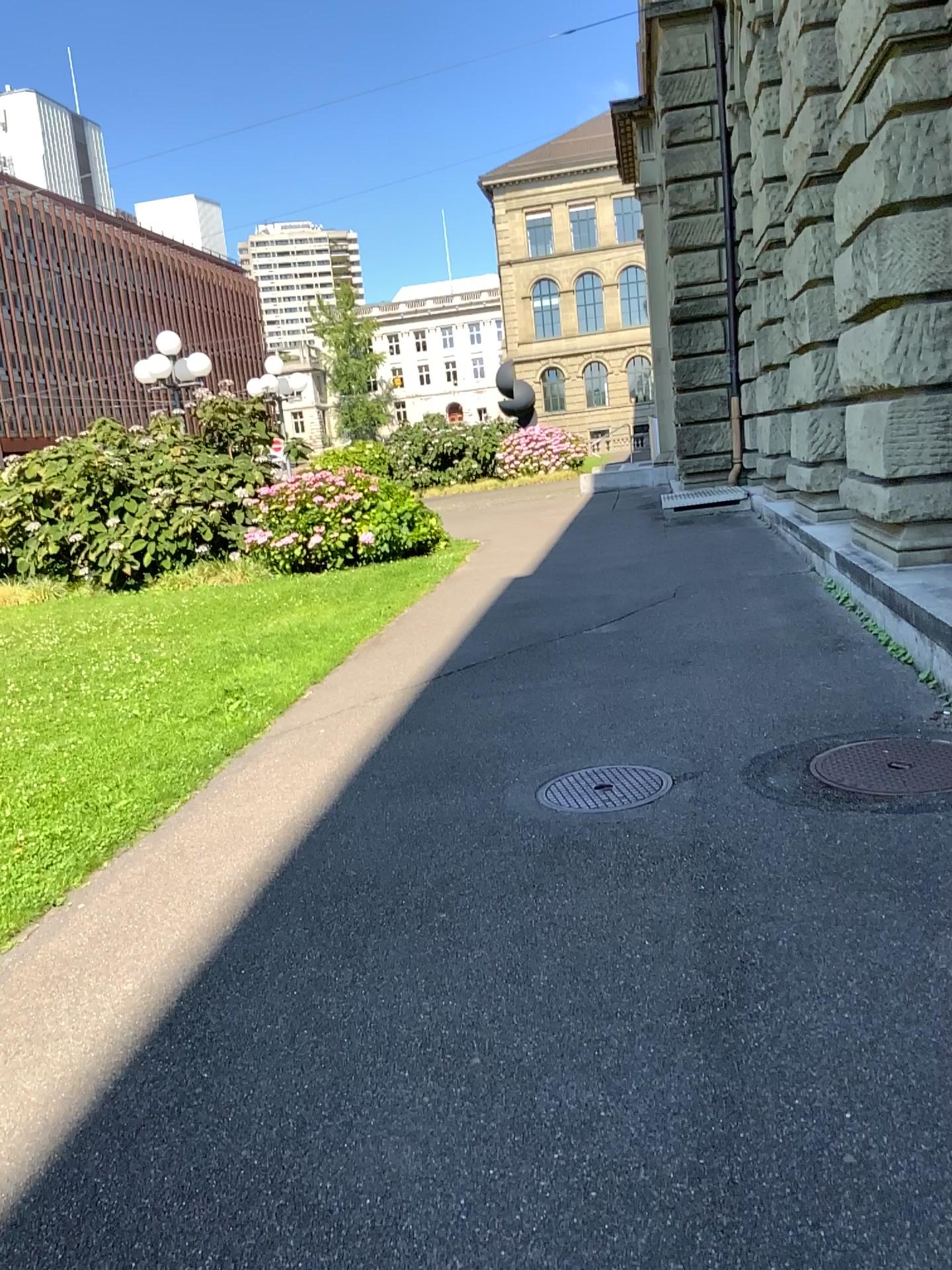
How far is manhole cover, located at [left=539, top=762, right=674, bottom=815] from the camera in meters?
4.3 m

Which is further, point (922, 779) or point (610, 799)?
point (610, 799)

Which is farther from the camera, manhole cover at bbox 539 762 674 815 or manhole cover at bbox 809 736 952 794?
manhole cover at bbox 539 762 674 815

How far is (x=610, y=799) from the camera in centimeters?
430cm

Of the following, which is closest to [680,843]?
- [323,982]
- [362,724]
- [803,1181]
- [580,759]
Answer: [580,759]
